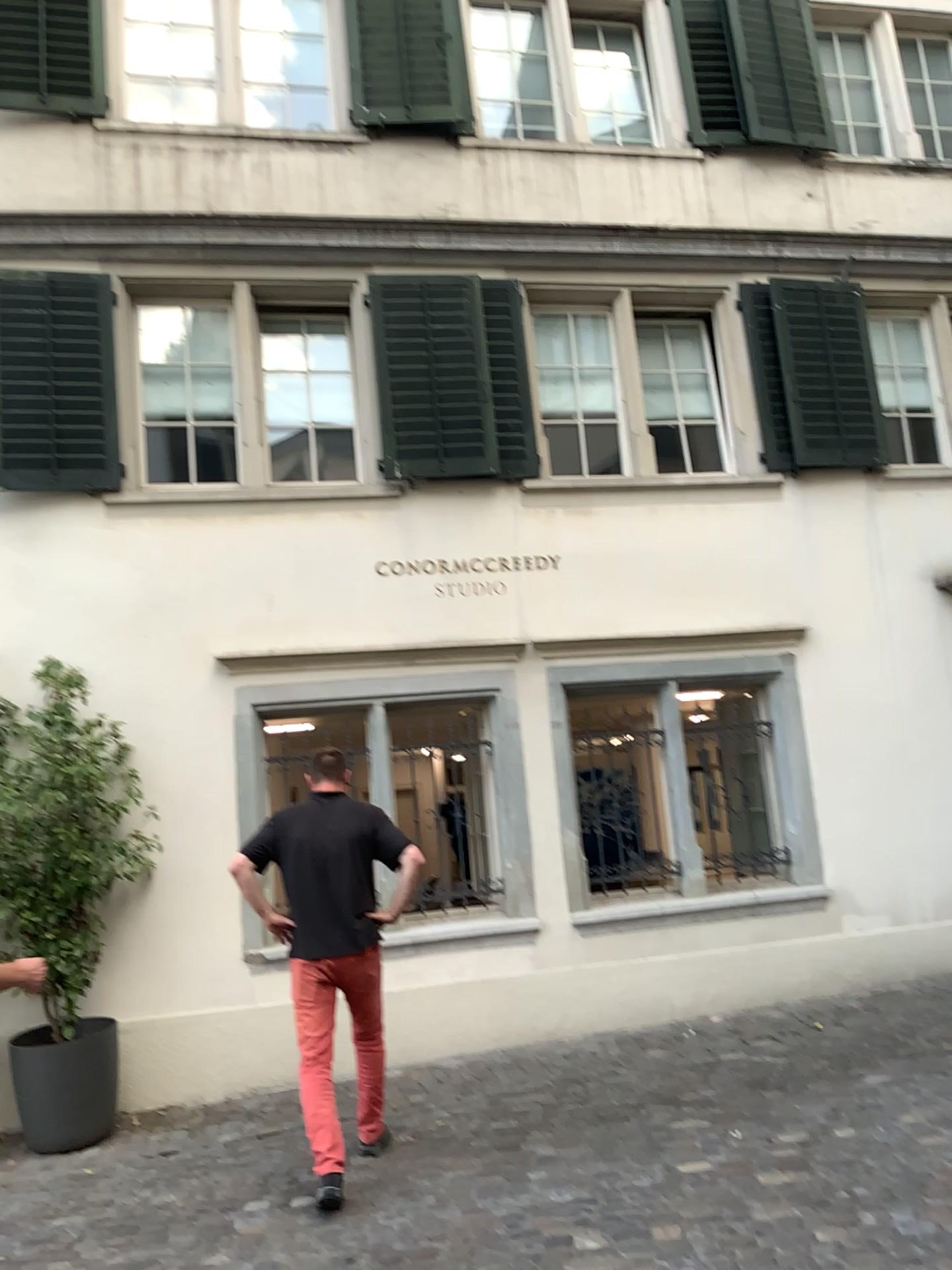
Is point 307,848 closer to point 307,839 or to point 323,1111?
point 307,839

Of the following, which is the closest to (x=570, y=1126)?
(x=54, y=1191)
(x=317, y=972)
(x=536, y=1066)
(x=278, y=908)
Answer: (x=536, y=1066)

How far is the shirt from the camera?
4.51m

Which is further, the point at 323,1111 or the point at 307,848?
the point at 307,848

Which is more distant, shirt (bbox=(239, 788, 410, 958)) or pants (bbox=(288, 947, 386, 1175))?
shirt (bbox=(239, 788, 410, 958))

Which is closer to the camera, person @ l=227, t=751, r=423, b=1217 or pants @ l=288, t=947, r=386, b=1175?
pants @ l=288, t=947, r=386, b=1175

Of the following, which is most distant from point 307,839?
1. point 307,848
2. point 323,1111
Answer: point 323,1111
